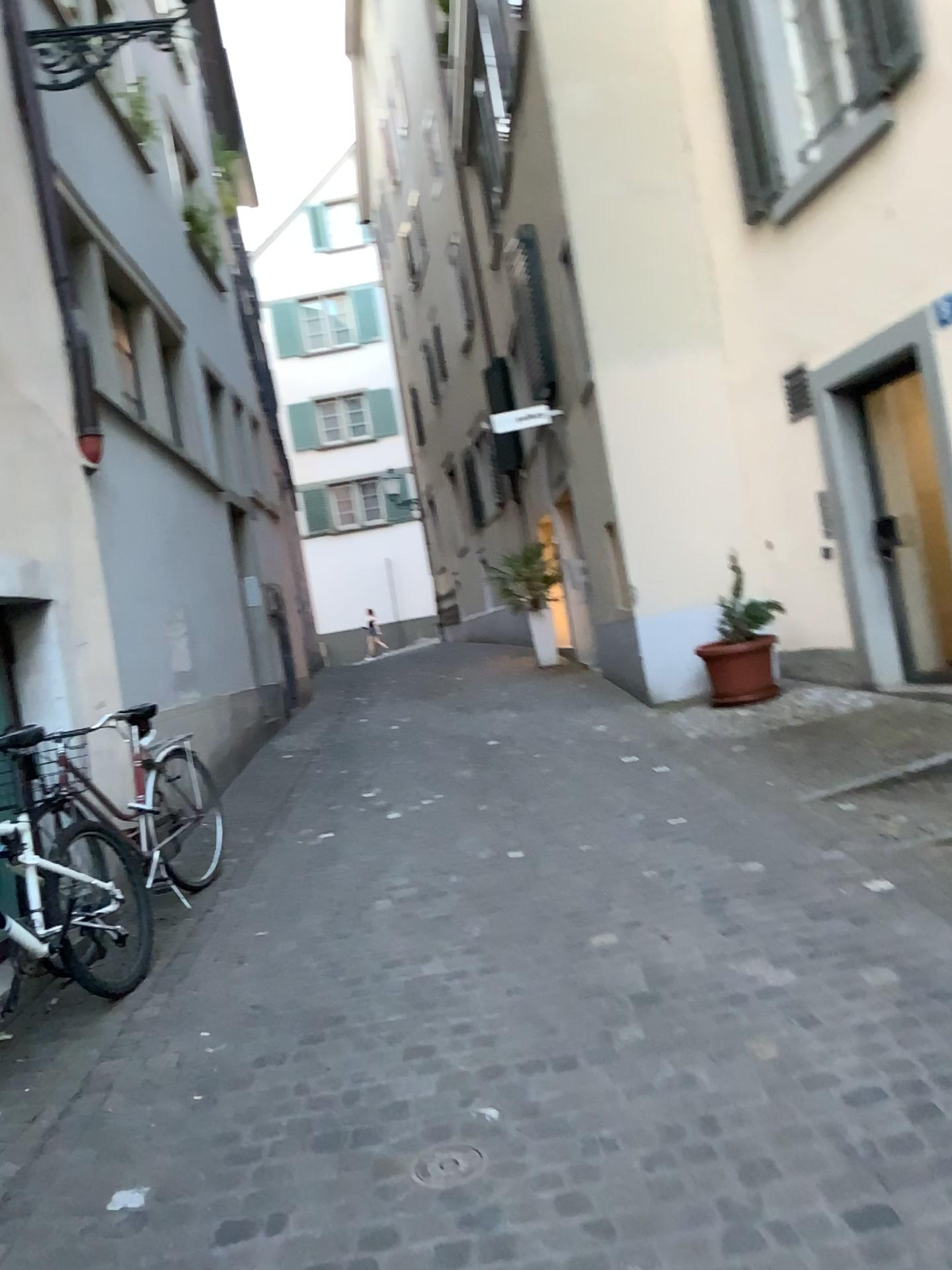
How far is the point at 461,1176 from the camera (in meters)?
2.38

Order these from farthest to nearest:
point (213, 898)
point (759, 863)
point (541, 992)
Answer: point (213, 898) → point (759, 863) → point (541, 992)

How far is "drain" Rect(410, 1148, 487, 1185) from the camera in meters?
2.4 m

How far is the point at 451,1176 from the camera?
2.4 meters

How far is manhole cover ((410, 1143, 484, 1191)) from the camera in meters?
2.4 m
